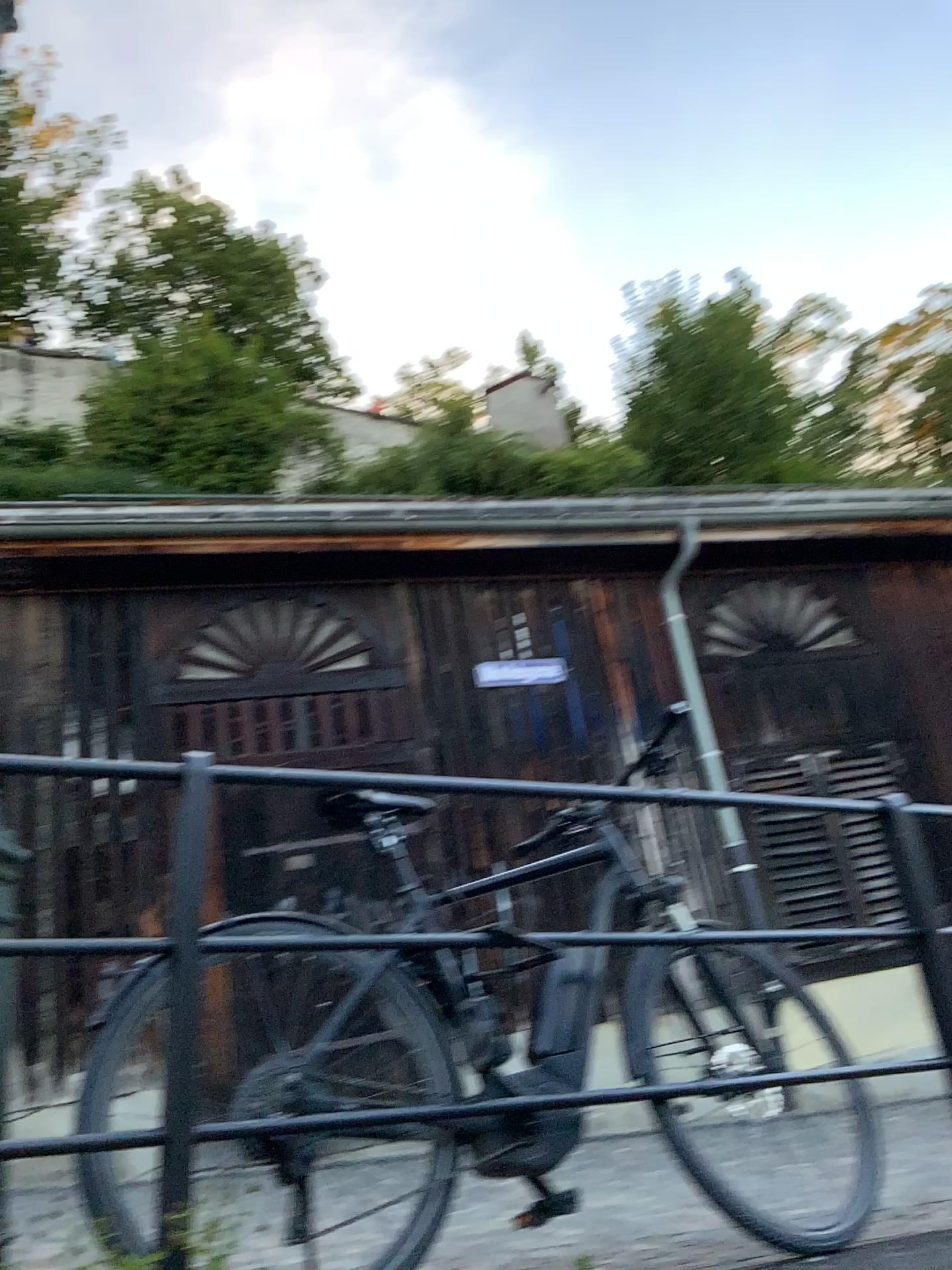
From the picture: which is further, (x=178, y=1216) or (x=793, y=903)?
(x=793, y=903)

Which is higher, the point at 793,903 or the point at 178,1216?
A: the point at 793,903

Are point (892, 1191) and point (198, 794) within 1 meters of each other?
no

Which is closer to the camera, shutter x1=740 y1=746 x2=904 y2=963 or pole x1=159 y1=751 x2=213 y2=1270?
pole x1=159 y1=751 x2=213 y2=1270

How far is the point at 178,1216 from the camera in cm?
167

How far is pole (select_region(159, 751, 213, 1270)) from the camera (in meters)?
1.66
